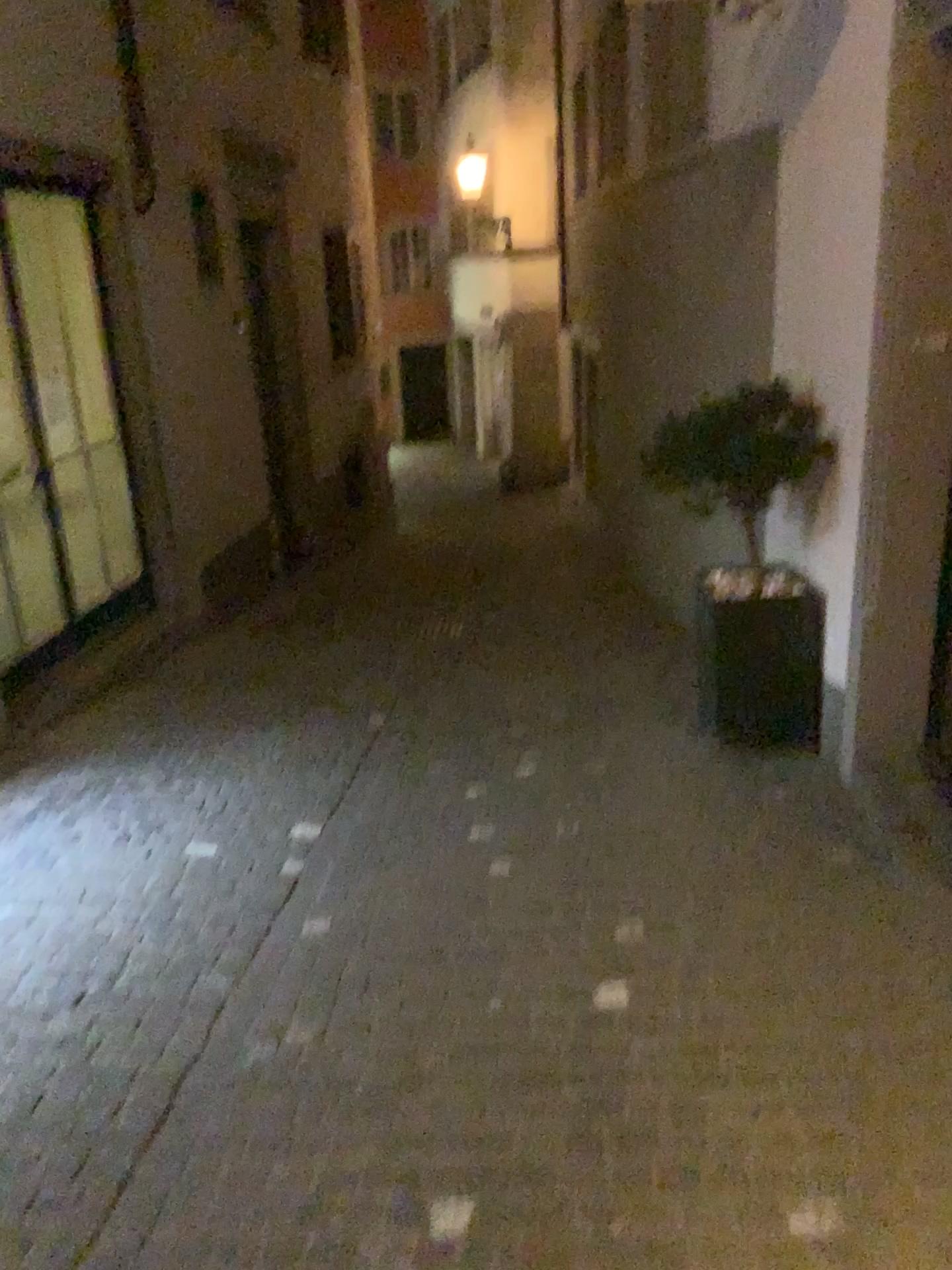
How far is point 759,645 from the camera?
4.30m
